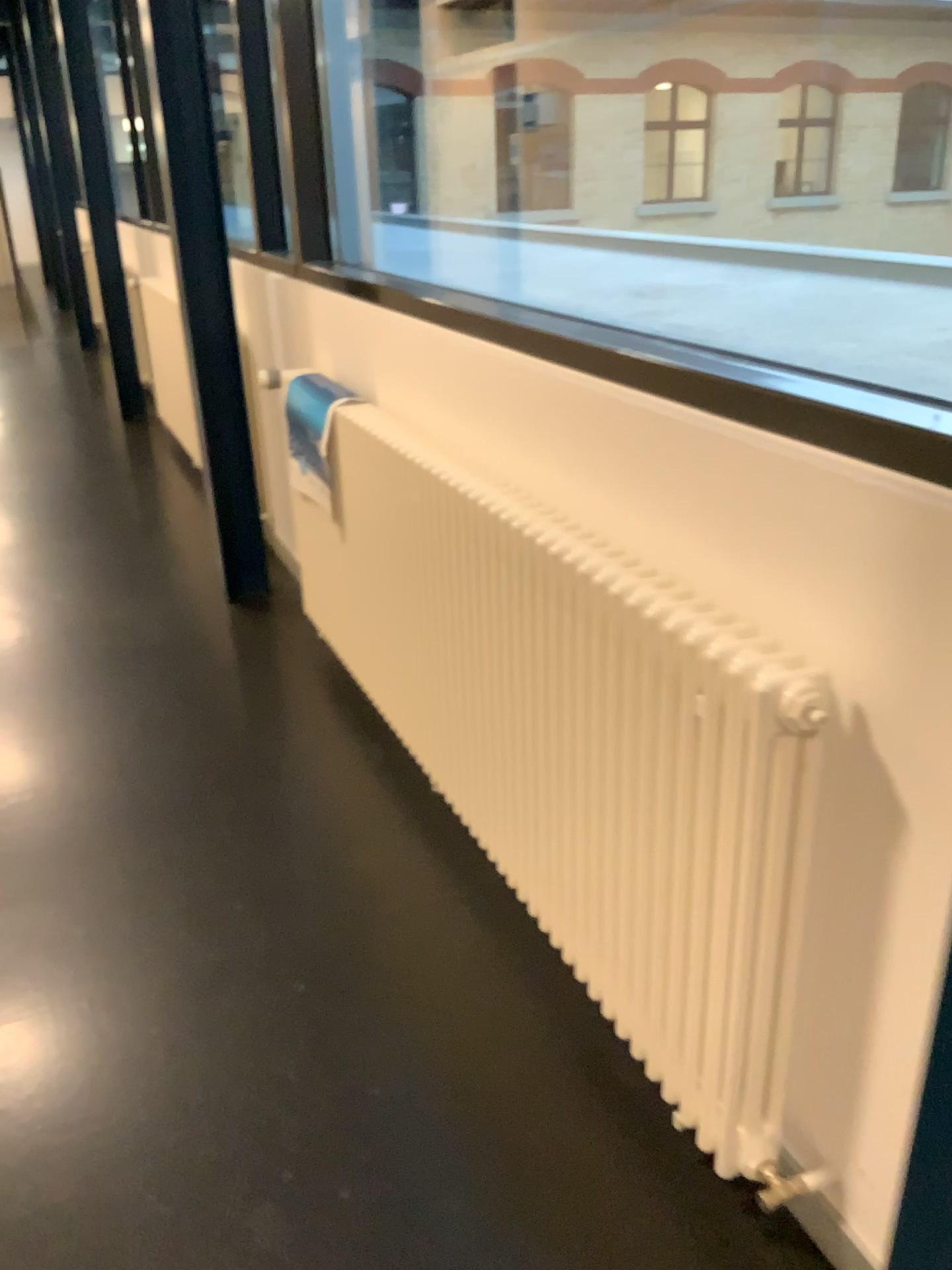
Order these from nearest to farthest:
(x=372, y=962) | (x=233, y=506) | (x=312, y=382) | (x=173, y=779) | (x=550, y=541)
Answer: (x=550, y=541) → (x=372, y=962) → (x=173, y=779) → (x=312, y=382) → (x=233, y=506)
